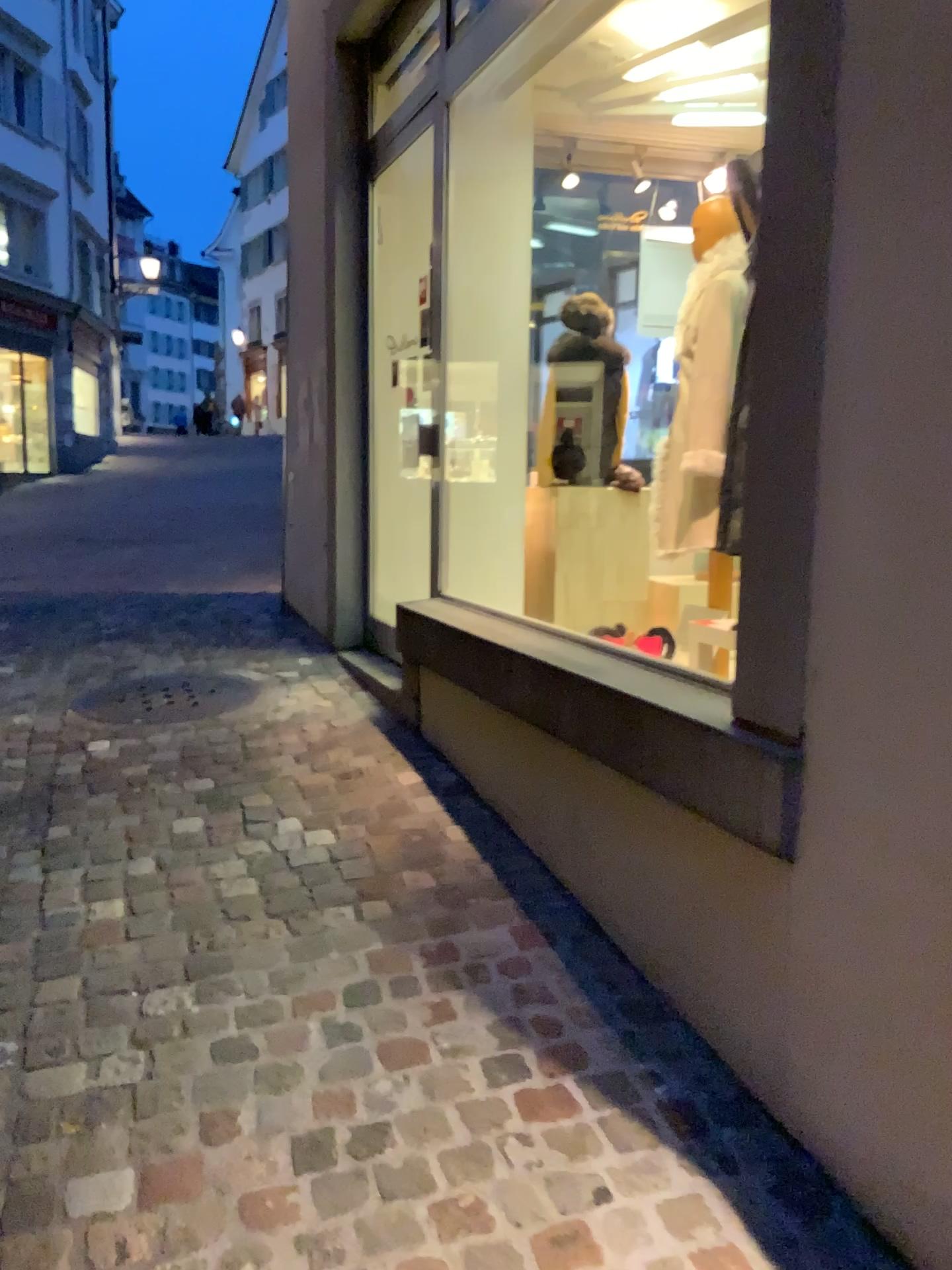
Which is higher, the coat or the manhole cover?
the coat

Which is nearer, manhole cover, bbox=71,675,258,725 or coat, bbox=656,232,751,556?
coat, bbox=656,232,751,556

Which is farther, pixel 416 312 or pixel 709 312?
pixel 416 312

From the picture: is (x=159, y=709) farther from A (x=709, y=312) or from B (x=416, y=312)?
A (x=709, y=312)

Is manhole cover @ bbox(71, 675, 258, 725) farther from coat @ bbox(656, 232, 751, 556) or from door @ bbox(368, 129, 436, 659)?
coat @ bbox(656, 232, 751, 556)

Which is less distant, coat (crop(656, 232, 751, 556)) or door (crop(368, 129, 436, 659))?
coat (crop(656, 232, 751, 556))

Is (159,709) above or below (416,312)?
below

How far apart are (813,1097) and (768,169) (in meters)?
1.51

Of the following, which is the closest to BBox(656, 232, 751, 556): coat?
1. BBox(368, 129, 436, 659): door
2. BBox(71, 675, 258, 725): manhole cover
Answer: BBox(368, 129, 436, 659): door

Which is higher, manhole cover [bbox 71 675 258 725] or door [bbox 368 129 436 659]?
door [bbox 368 129 436 659]
